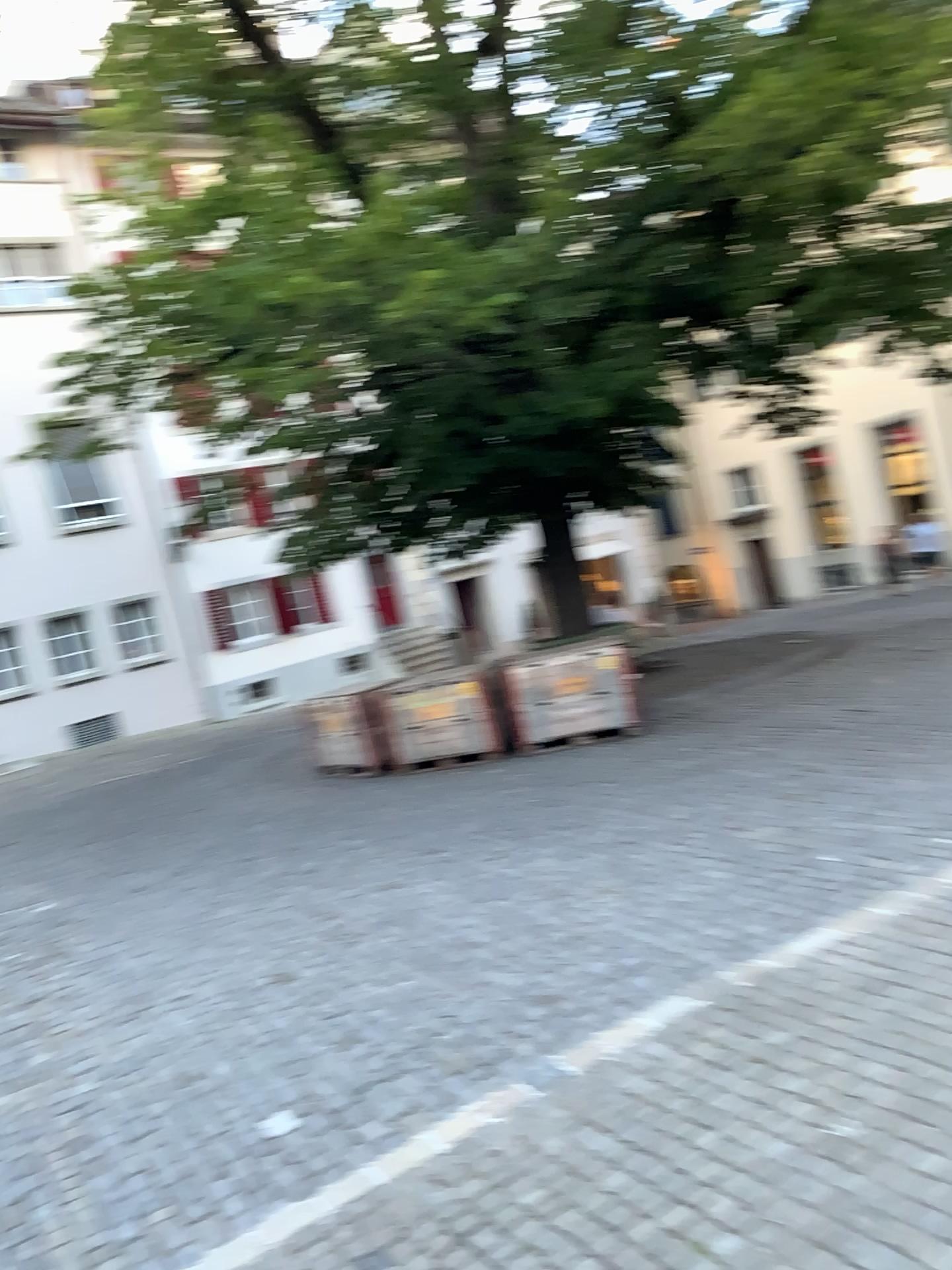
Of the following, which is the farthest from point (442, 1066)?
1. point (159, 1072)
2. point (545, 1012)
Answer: point (159, 1072)
